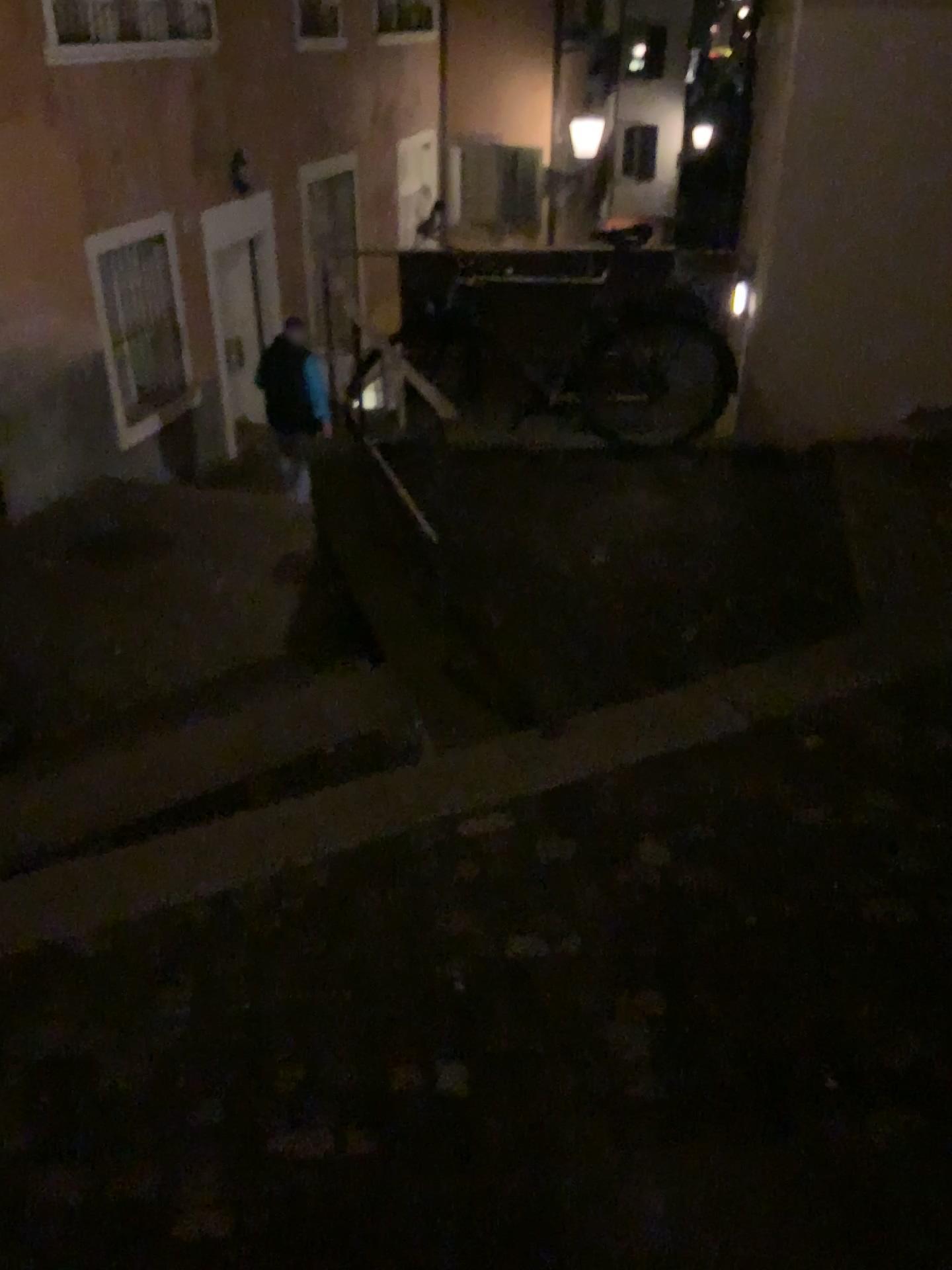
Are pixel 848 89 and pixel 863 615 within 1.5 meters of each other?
no
